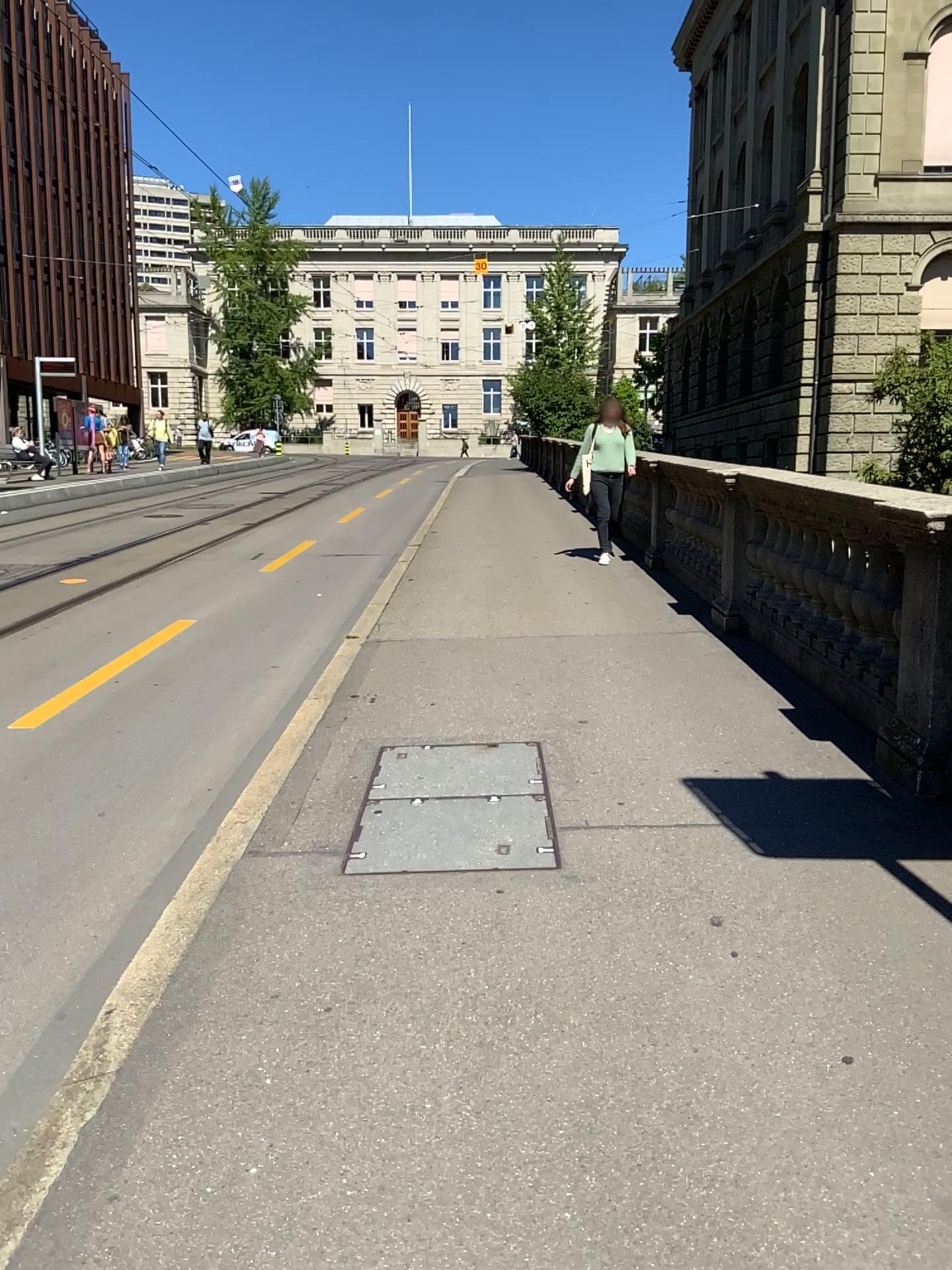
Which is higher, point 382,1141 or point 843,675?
point 843,675
